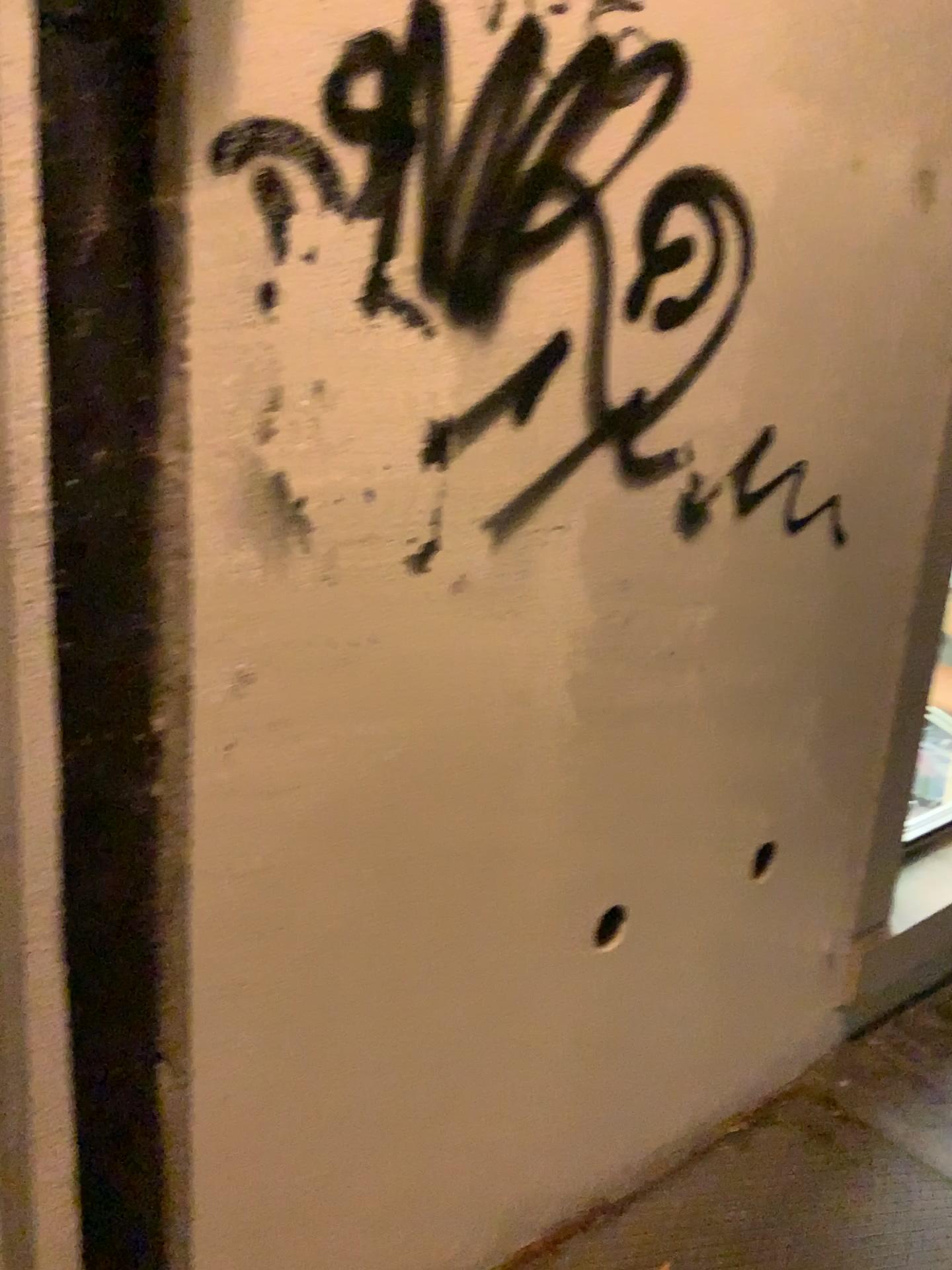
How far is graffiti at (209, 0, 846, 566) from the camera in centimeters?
99cm

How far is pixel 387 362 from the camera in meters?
1.1 m

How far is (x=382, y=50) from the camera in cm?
99
